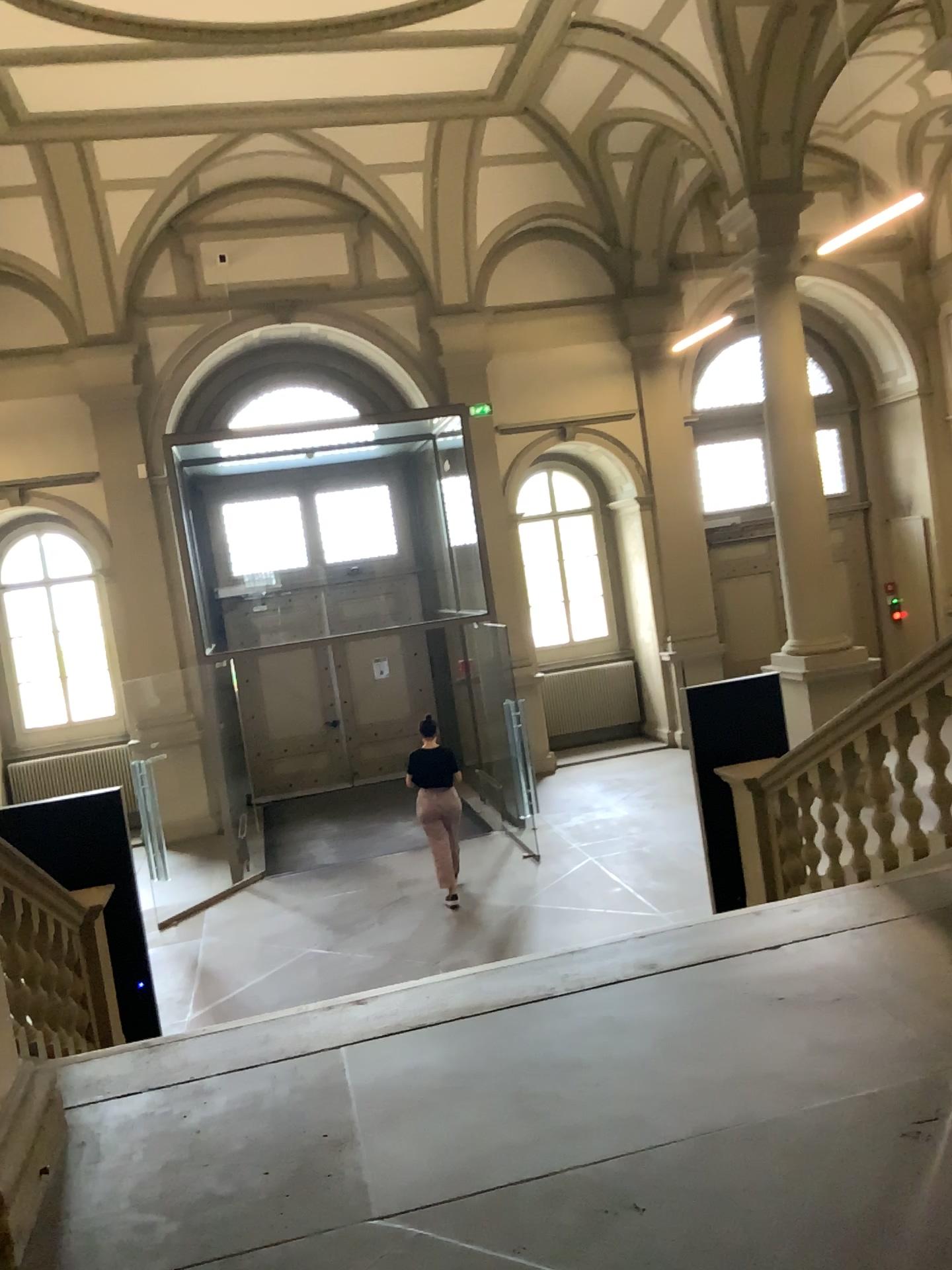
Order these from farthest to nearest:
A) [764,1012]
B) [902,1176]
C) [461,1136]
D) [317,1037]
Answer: [317,1037] < [764,1012] < [461,1136] < [902,1176]
